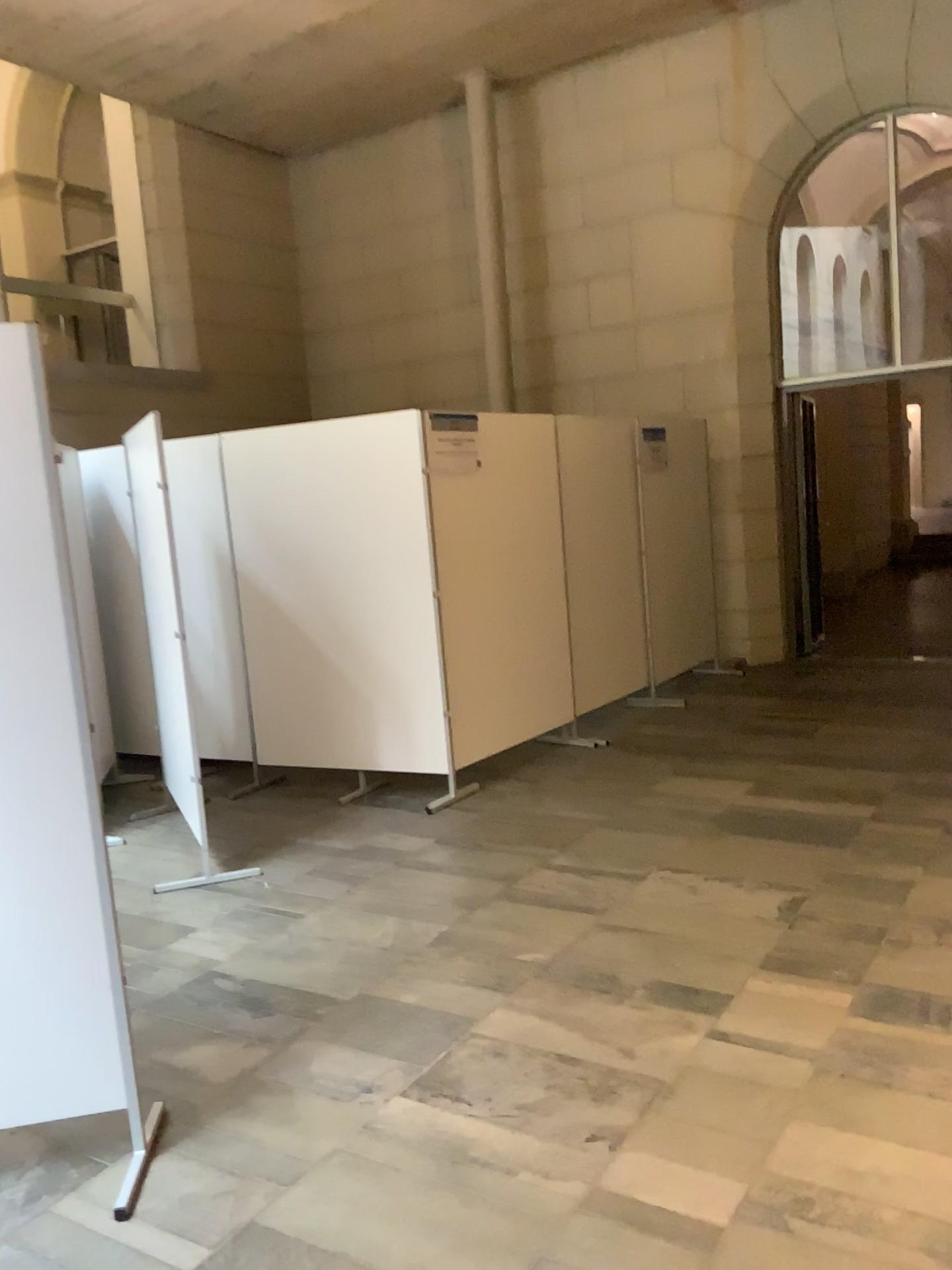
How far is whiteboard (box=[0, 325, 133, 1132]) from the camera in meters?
2.3 m

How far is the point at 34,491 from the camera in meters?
2.3

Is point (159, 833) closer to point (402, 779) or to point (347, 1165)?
point (402, 779)
